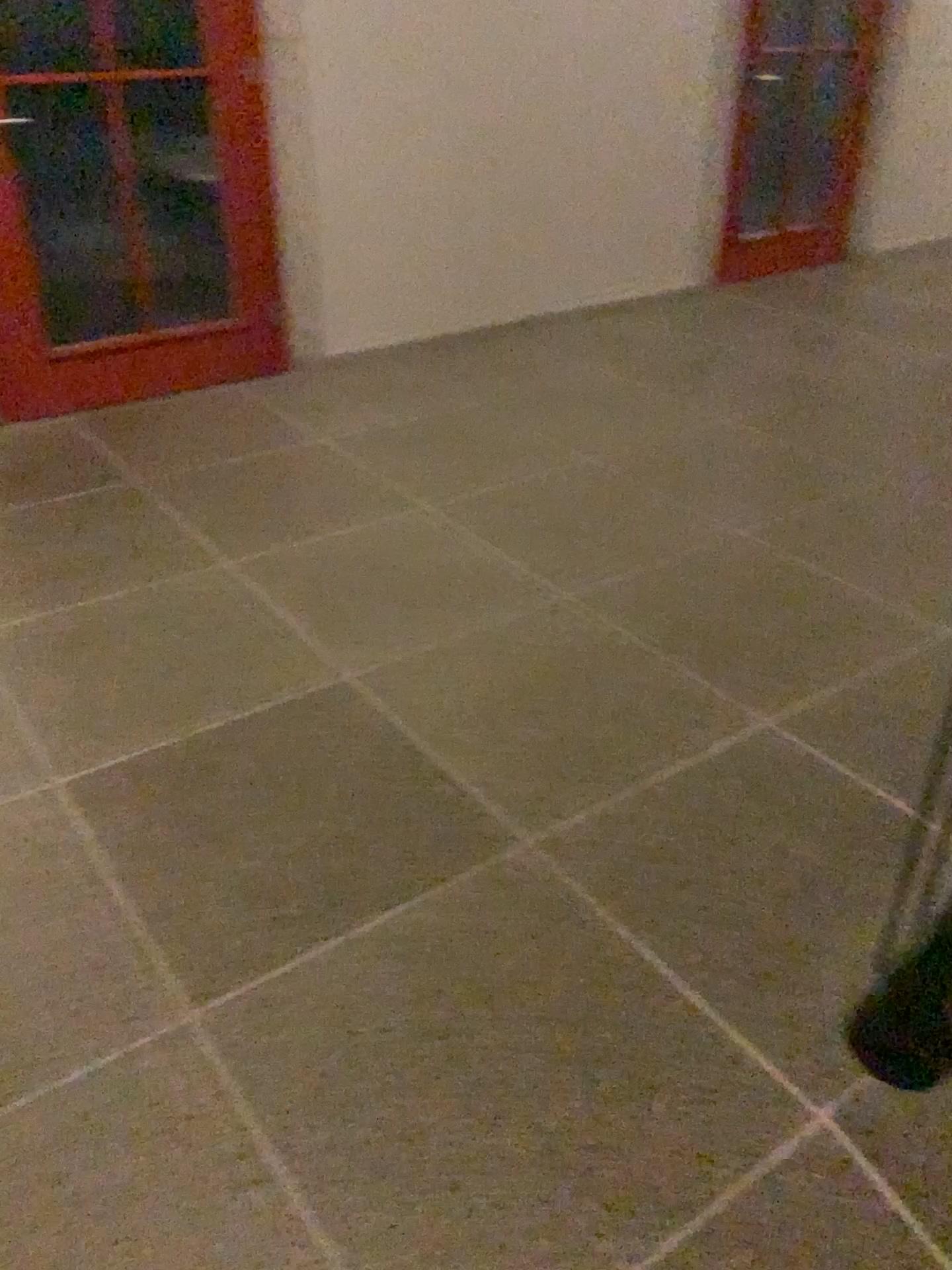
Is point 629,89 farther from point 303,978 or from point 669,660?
→ point 303,978
